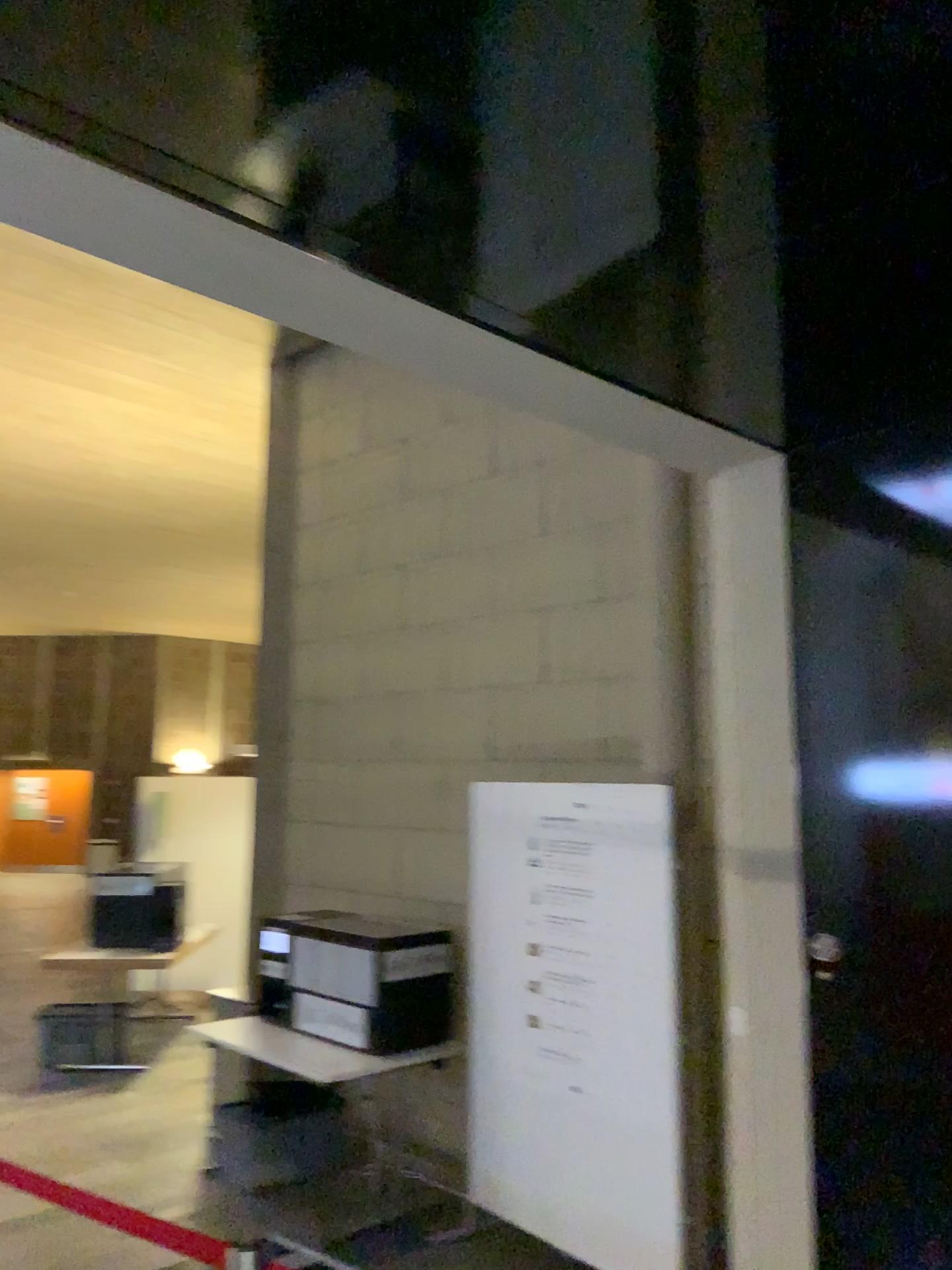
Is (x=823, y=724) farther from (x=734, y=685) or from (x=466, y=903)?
(x=466, y=903)
